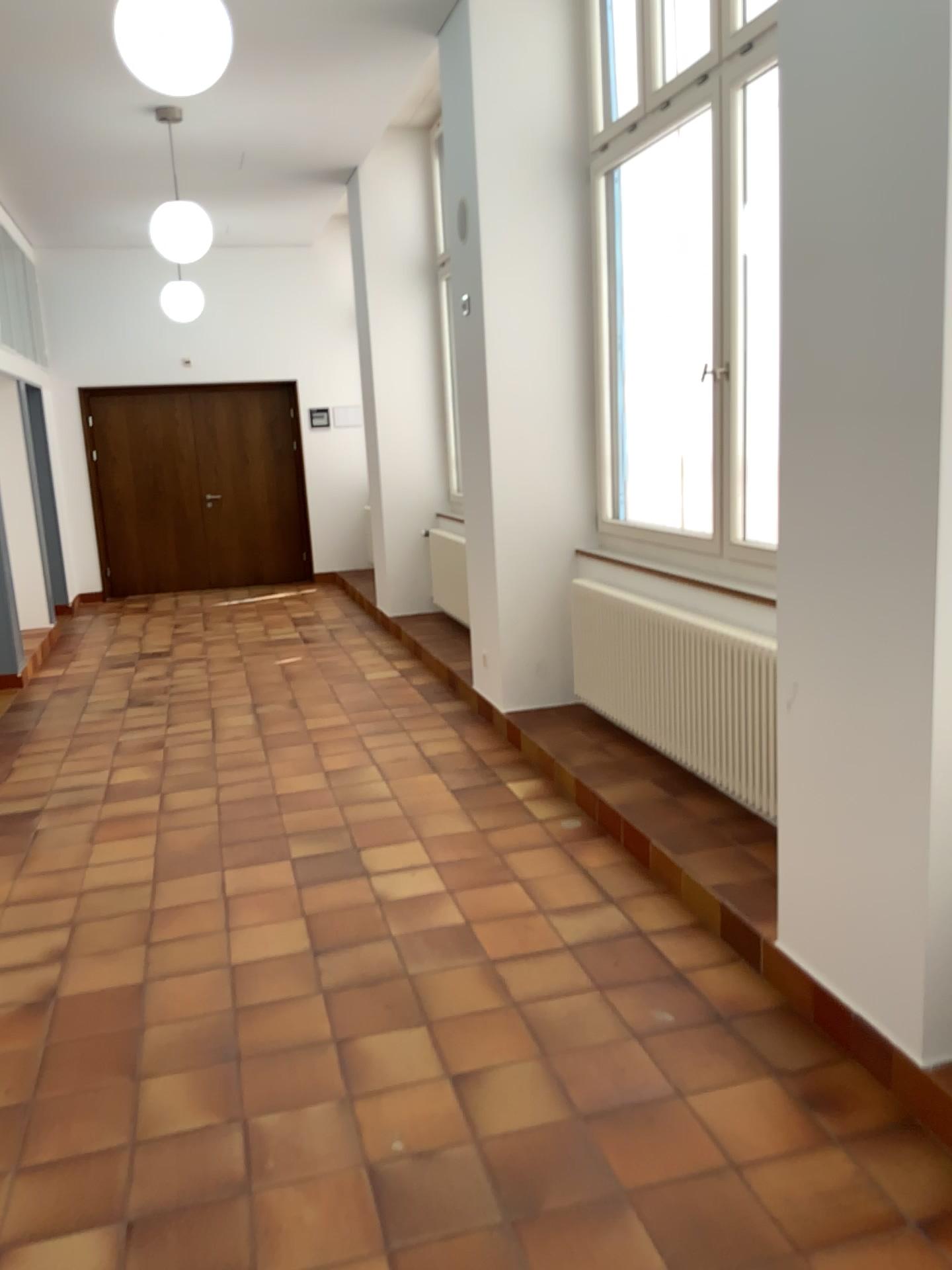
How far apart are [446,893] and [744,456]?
1.97m

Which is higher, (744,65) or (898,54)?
(744,65)

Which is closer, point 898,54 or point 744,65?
point 898,54

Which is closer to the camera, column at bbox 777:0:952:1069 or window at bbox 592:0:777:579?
column at bbox 777:0:952:1069
